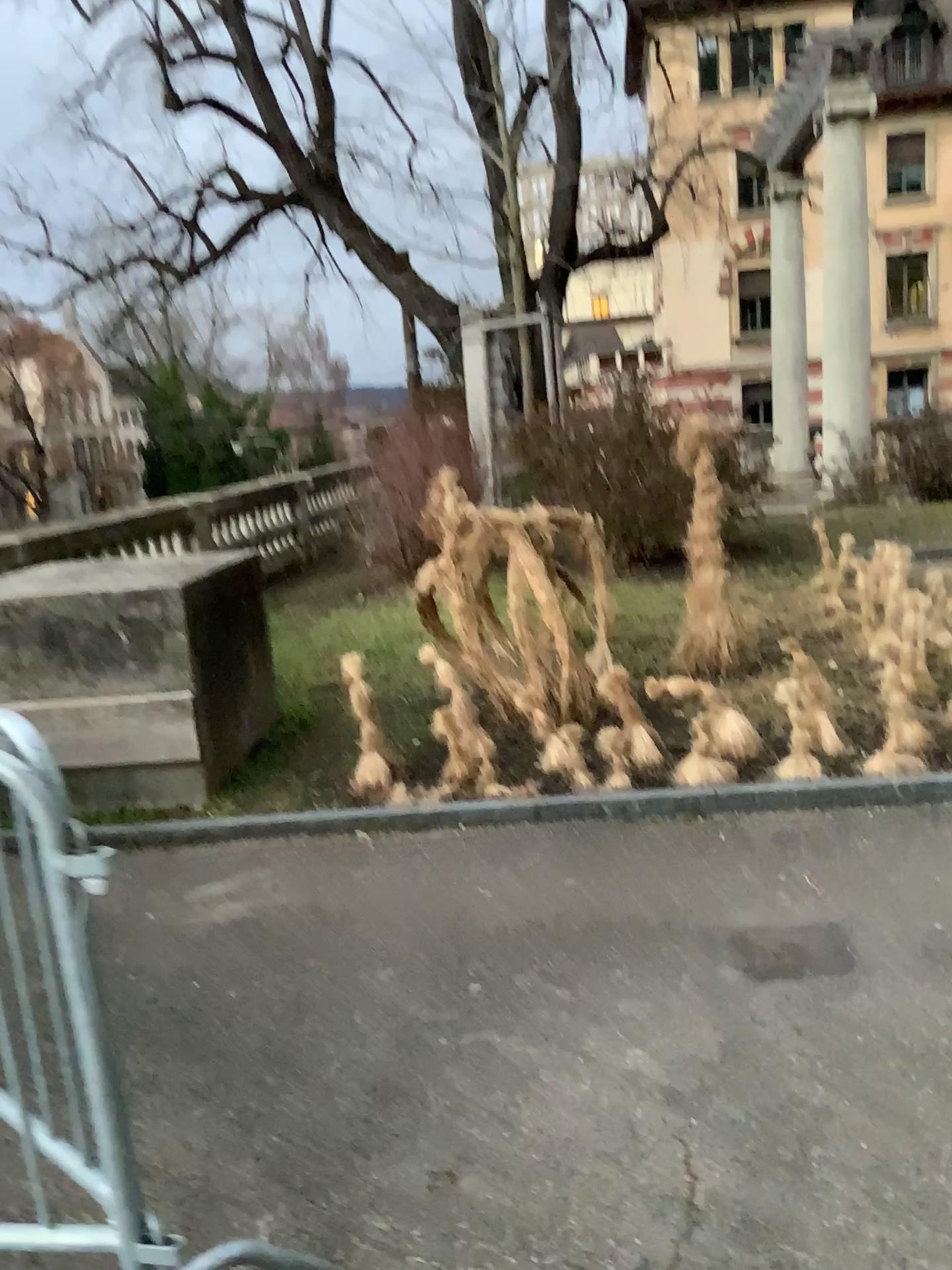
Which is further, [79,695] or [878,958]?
[79,695]
